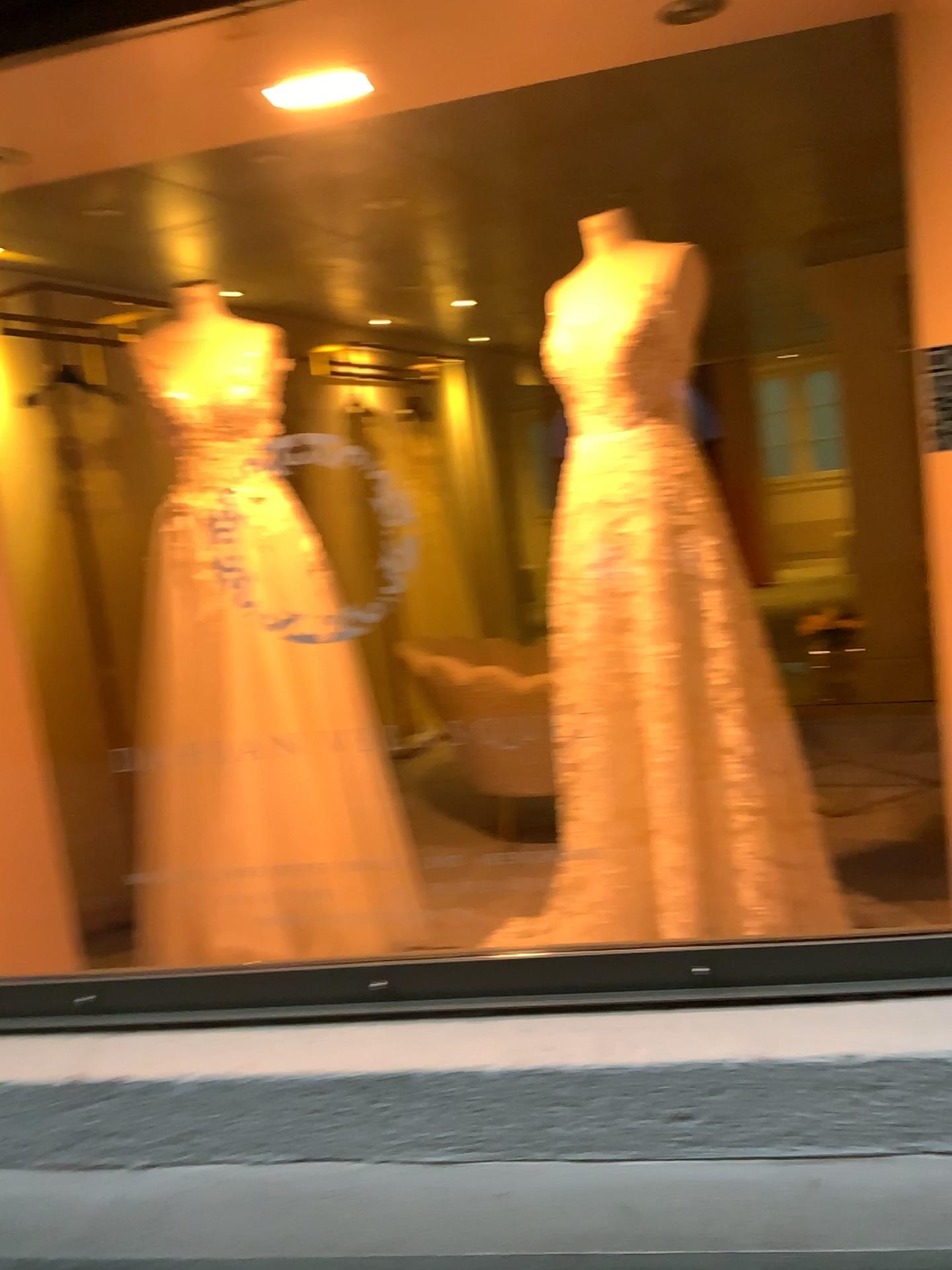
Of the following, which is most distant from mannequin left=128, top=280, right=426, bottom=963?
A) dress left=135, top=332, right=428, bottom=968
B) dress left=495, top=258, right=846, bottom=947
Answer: dress left=495, top=258, right=846, bottom=947

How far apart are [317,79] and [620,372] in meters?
0.8 m

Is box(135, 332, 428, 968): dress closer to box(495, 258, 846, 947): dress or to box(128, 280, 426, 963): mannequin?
box(128, 280, 426, 963): mannequin

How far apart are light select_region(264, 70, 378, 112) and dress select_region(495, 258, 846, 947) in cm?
70

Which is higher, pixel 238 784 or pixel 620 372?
pixel 620 372

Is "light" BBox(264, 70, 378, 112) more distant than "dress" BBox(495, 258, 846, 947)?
No

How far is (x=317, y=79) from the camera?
1.9m

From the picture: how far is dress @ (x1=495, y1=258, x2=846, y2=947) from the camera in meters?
2.3

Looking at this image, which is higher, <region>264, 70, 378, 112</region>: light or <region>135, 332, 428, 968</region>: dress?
<region>264, 70, 378, 112</region>: light

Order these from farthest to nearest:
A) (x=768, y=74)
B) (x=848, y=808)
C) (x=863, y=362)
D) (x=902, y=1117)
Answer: (x=863, y=362) < (x=848, y=808) < (x=768, y=74) < (x=902, y=1117)
